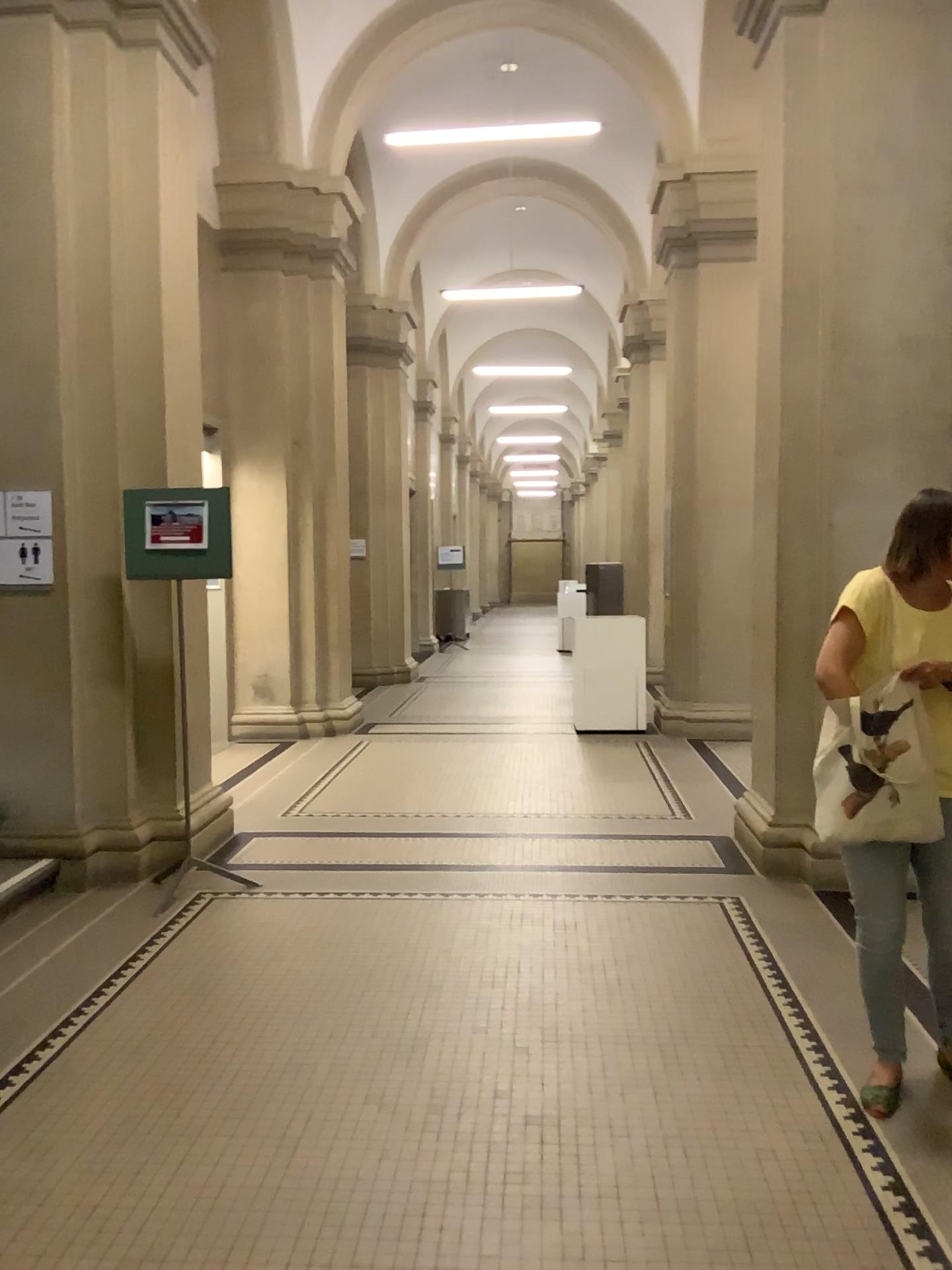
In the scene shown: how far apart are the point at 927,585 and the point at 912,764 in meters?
0.4 m

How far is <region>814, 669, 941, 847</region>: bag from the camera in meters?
2.6 m

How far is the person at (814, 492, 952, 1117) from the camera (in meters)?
2.62

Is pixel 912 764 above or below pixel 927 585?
below

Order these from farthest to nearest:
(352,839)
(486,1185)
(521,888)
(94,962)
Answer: (352,839)
(521,888)
(94,962)
(486,1185)

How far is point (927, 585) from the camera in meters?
2.6 m
